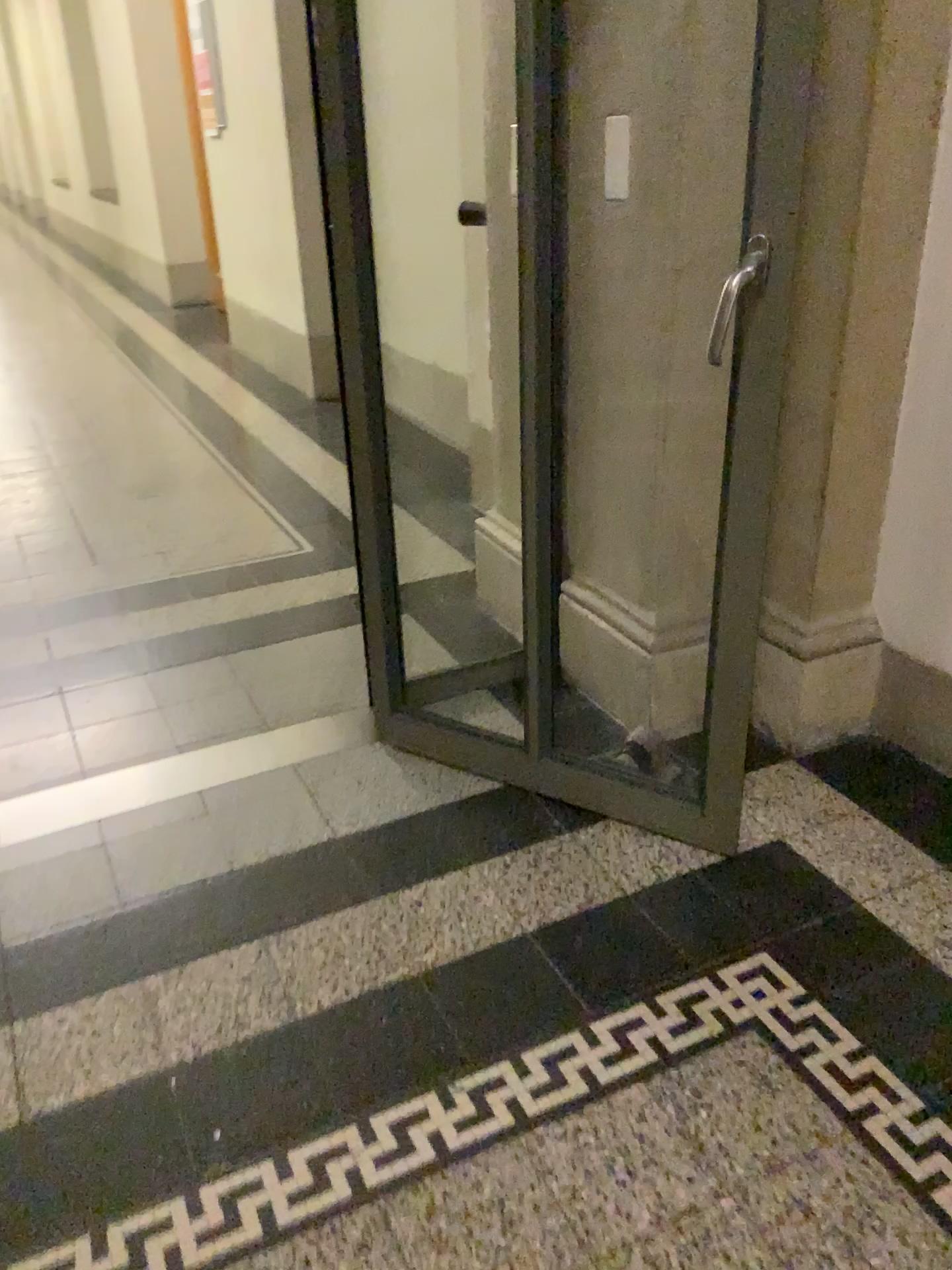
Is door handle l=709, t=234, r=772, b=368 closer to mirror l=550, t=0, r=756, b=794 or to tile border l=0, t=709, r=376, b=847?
mirror l=550, t=0, r=756, b=794

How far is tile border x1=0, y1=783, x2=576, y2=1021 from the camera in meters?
1.7

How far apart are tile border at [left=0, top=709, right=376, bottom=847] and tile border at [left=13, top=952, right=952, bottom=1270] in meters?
0.9

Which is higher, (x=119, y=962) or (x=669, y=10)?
(x=669, y=10)

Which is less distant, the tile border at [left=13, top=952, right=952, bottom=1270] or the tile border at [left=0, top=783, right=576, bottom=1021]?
the tile border at [left=13, top=952, right=952, bottom=1270]

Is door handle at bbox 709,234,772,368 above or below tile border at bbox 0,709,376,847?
above

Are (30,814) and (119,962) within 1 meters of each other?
yes

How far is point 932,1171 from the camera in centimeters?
136cm

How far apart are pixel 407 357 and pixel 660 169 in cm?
Answer: 282

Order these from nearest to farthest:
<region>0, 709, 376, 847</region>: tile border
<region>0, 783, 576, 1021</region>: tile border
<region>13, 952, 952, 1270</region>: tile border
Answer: <region>13, 952, 952, 1270</region>: tile border
<region>0, 783, 576, 1021</region>: tile border
<region>0, 709, 376, 847</region>: tile border
